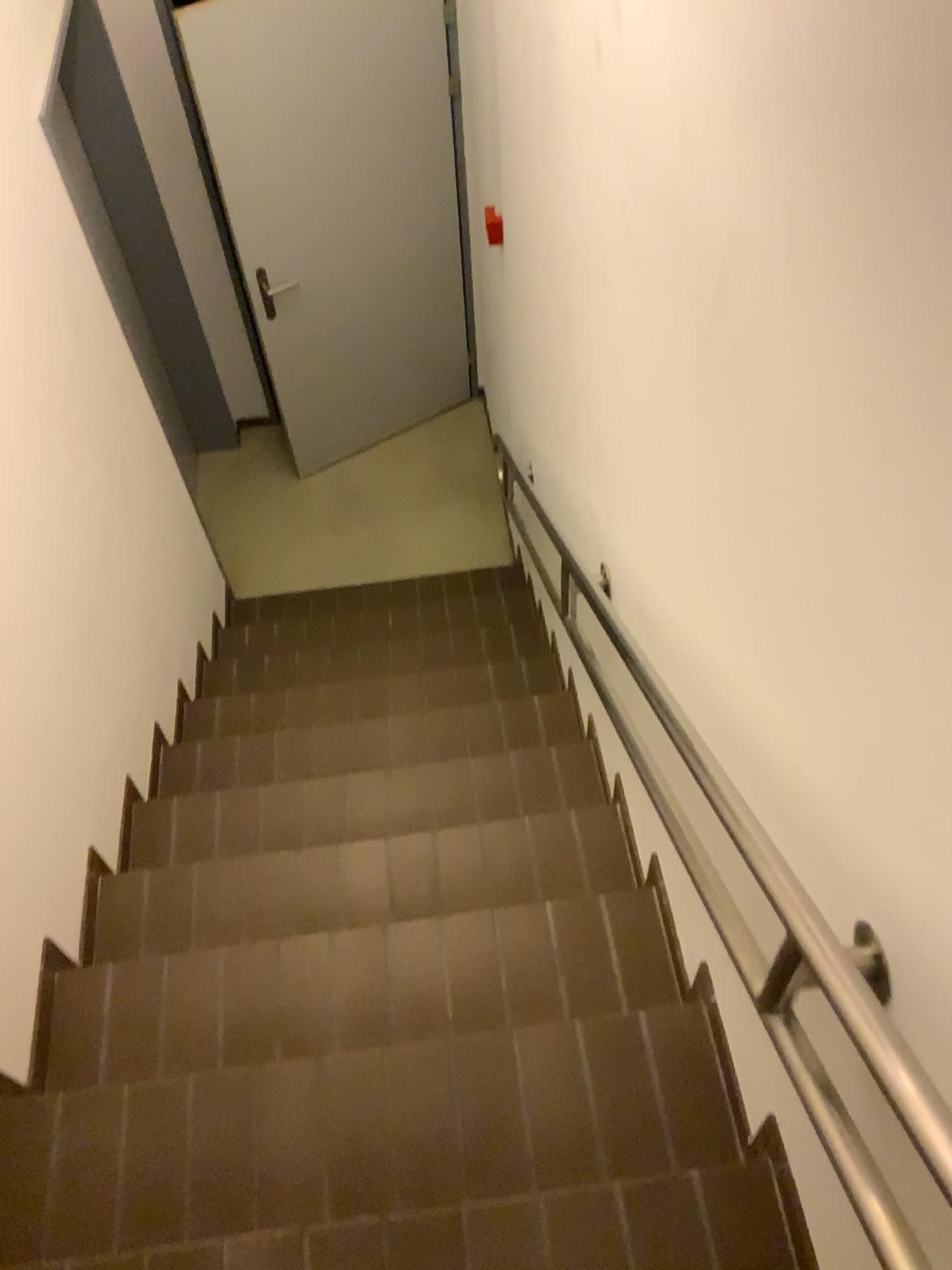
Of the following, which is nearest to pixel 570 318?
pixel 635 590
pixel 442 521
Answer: pixel 635 590
